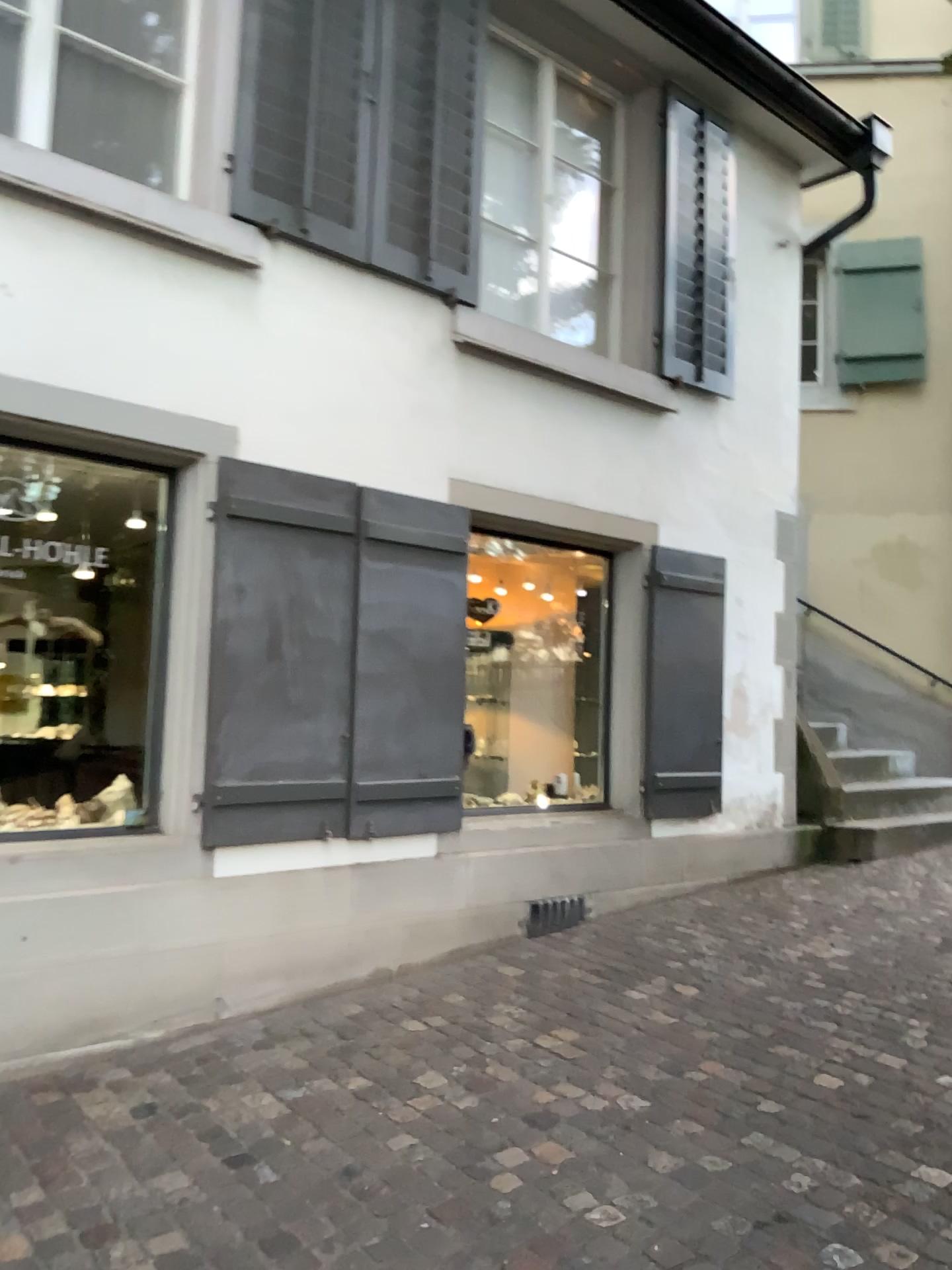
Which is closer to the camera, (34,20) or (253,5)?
(34,20)

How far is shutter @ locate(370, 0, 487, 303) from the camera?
4.6 meters

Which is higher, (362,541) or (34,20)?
(34,20)

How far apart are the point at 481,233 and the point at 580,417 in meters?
1.0

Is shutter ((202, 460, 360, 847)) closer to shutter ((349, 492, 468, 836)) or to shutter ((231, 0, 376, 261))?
shutter ((349, 492, 468, 836))

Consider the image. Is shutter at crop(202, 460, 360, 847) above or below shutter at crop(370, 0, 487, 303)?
below

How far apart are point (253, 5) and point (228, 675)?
2.6 meters

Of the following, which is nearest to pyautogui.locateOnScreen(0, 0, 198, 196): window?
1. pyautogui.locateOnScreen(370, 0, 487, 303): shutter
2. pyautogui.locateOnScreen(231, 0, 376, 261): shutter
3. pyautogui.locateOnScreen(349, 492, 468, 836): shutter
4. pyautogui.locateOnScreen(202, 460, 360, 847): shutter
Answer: pyautogui.locateOnScreen(231, 0, 376, 261): shutter

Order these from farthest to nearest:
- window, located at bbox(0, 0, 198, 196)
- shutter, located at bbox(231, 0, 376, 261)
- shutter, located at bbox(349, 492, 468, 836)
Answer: shutter, located at bbox(349, 492, 468, 836), shutter, located at bbox(231, 0, 376, 261), window, located at bbox(0, 0, 198, 196)

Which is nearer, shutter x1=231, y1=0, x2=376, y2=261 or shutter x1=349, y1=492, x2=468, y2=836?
shutter x1=231, y1=0, x2=376, y2=261
